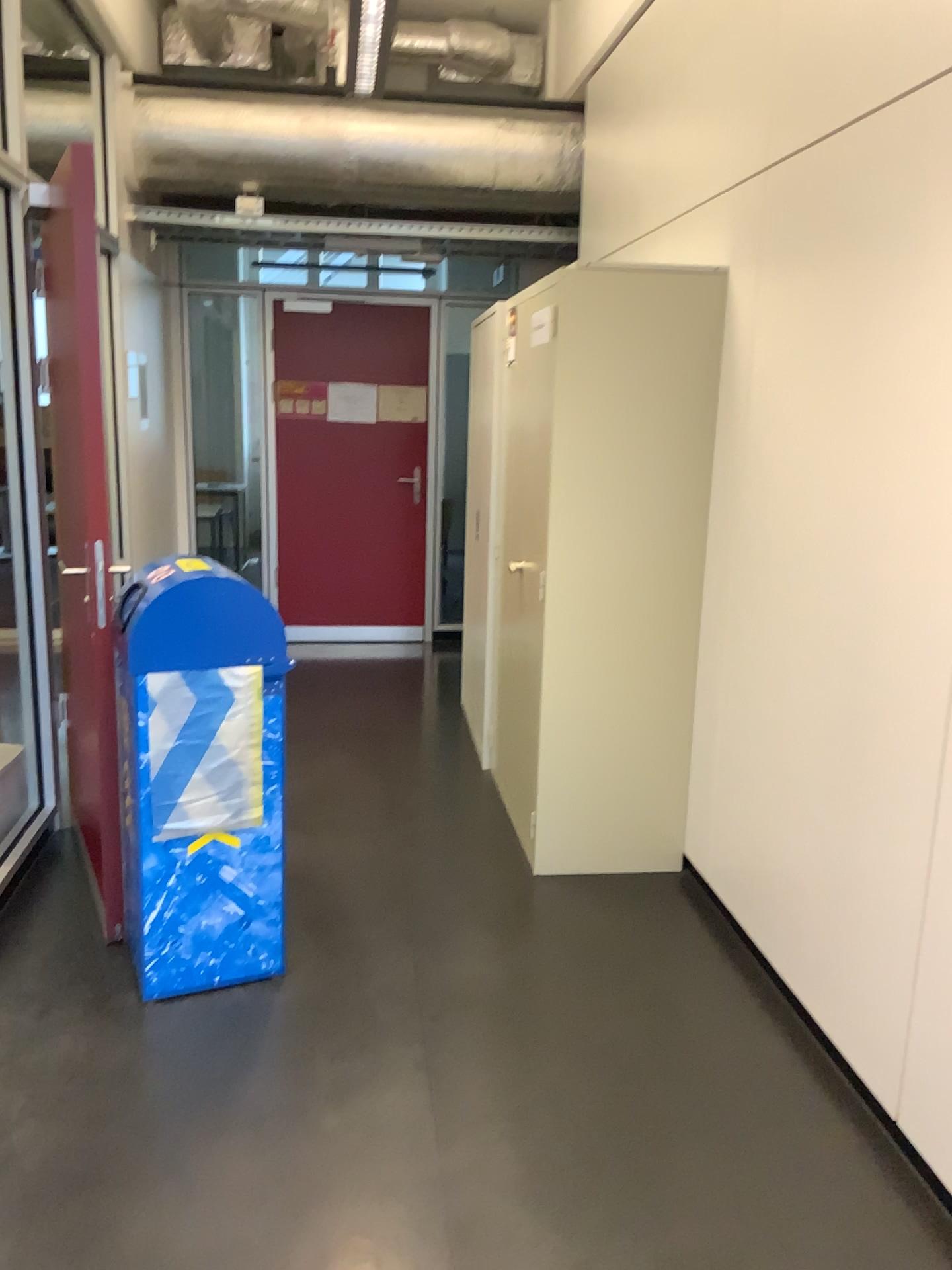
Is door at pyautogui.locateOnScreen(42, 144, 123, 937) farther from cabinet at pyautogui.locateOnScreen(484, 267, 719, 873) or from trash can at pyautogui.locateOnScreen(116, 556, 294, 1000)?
cabinet at pyautogui.locateOnScreen(484, 267, 719, 873)

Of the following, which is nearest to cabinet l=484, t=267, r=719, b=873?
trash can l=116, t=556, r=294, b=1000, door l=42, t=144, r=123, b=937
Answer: trash can l=116, t=556, r=294, b=1000

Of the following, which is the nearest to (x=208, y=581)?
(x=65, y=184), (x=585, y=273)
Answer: (x=65, y=184)

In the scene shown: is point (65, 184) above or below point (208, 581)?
above

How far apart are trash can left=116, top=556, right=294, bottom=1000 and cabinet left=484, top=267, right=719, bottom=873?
0.9m

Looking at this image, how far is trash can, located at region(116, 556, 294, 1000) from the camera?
2.5m

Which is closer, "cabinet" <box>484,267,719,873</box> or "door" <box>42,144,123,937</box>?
"door" <box>42,144,123,937</box>

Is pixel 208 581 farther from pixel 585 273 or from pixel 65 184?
pixel 585 273

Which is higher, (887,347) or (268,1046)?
(887,347)
